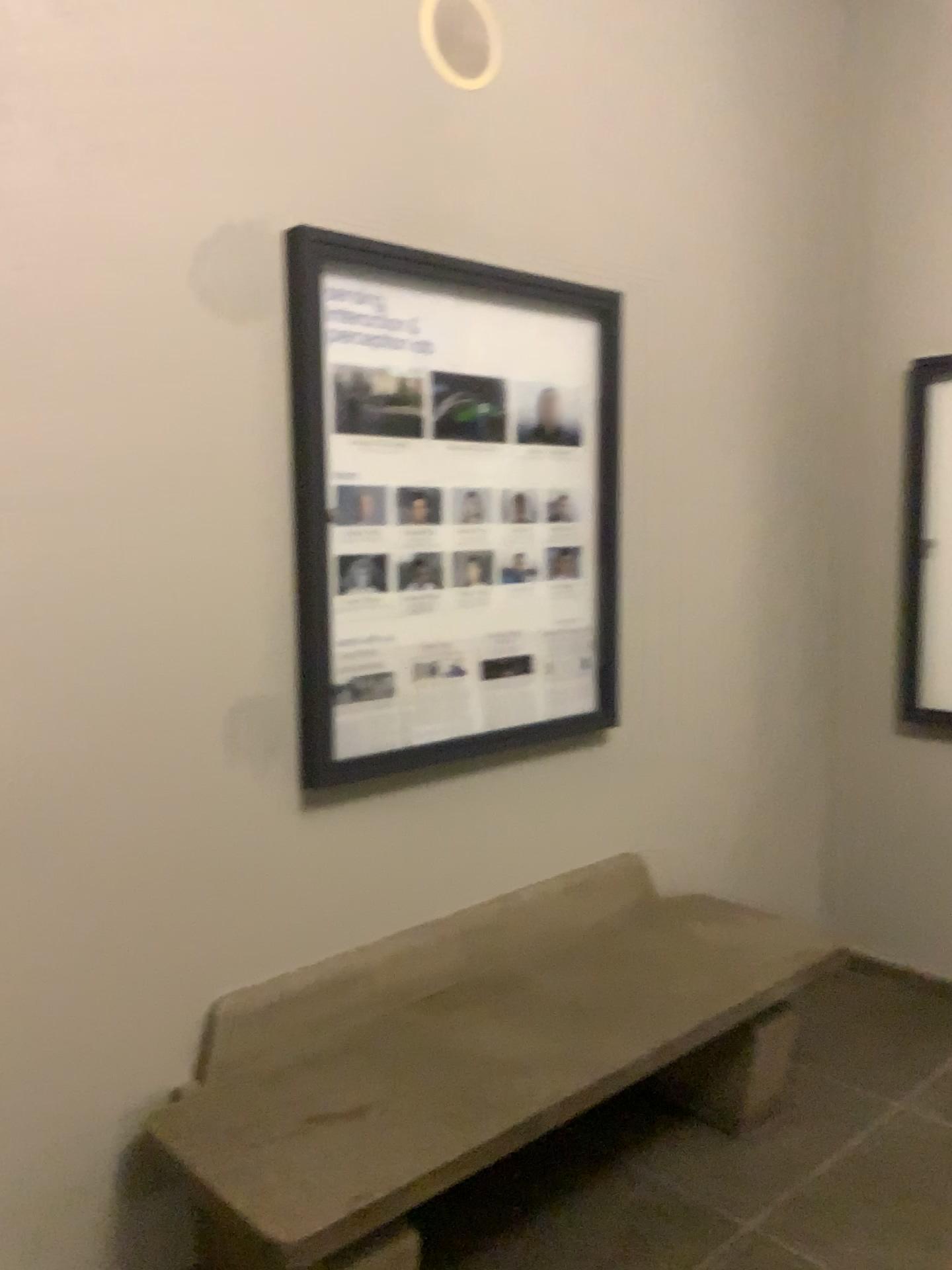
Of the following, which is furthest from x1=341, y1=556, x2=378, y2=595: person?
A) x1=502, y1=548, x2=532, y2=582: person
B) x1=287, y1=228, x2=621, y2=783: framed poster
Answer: x1=502, y1=548, x2=532, y2=582: person

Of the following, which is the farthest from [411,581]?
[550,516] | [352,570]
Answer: [550,516]

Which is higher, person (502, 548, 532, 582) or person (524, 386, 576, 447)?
person (524, 386, 576, 447)

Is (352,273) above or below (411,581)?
above

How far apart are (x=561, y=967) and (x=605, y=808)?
0.5m

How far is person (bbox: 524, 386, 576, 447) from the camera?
2.6m

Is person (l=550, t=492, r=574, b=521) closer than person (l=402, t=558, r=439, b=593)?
No

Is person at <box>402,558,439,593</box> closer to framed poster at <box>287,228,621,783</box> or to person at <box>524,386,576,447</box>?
framed poster at <box>287,228,621,783</box>

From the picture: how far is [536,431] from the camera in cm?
263

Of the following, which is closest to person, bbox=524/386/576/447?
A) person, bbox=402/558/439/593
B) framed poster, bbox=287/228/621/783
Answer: framed poster, bbox=287/228/621/783
